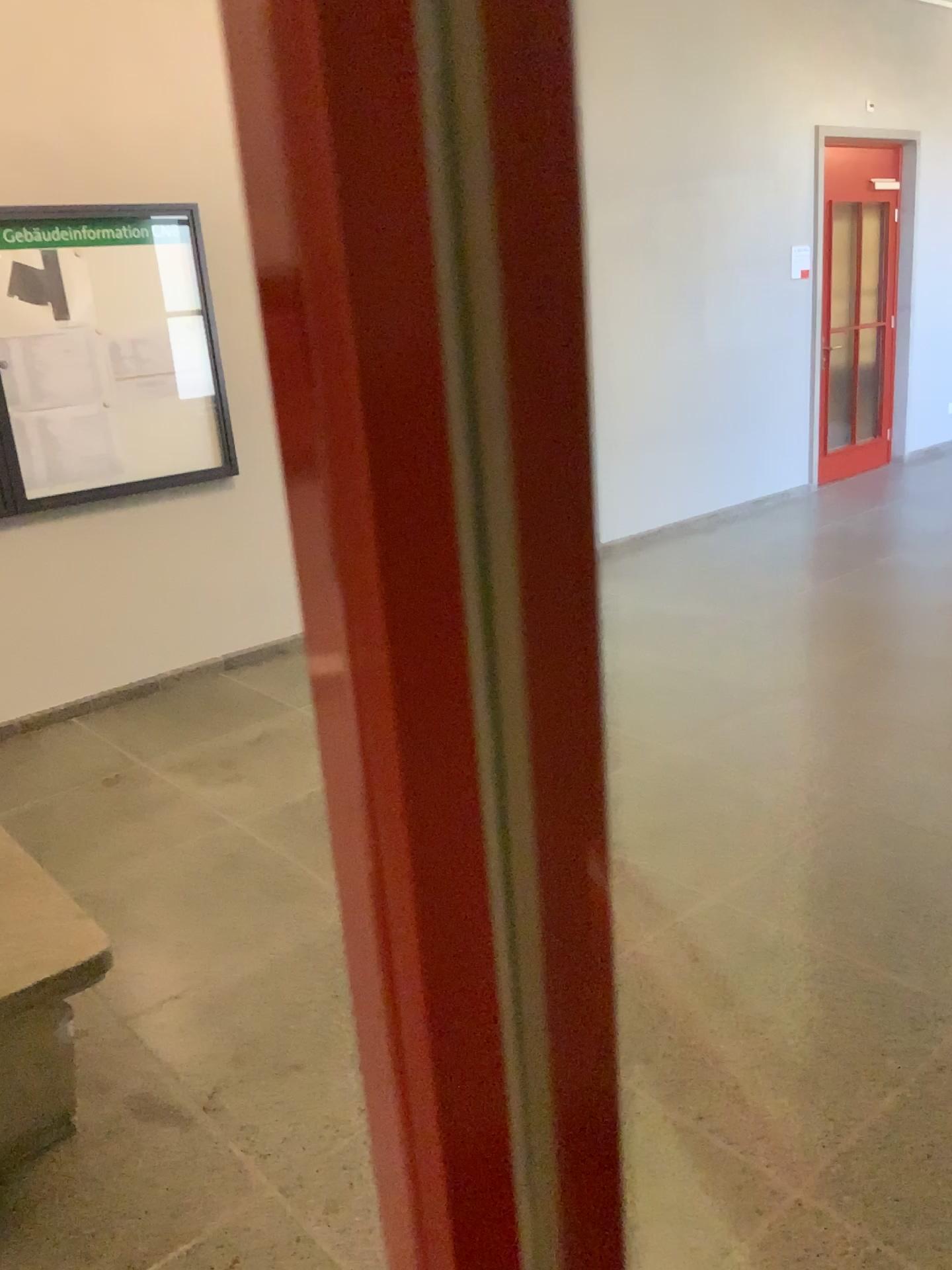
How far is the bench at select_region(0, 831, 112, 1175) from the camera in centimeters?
197cm

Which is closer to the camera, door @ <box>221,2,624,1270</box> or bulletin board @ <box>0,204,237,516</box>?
door @ <box>221,2,624,1270</box>

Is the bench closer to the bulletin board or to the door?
the door

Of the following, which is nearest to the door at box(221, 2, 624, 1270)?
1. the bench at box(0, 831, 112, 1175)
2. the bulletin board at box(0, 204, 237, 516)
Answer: the bench at box(0, 831, 112, 1175)

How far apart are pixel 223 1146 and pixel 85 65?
3.88m

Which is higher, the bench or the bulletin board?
the bulletin board

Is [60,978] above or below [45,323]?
below

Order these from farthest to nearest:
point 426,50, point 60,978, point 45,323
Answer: point 45,323
point 60,978
point 426,50

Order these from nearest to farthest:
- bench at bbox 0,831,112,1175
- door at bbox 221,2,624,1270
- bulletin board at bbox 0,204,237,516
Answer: door at bbox 221,2,624,1270, bench at bbox 0,831,112,1175, bulletin board at bbox 0,204,237,516

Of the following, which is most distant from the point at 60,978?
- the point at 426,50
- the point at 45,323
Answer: the point at 45,323
